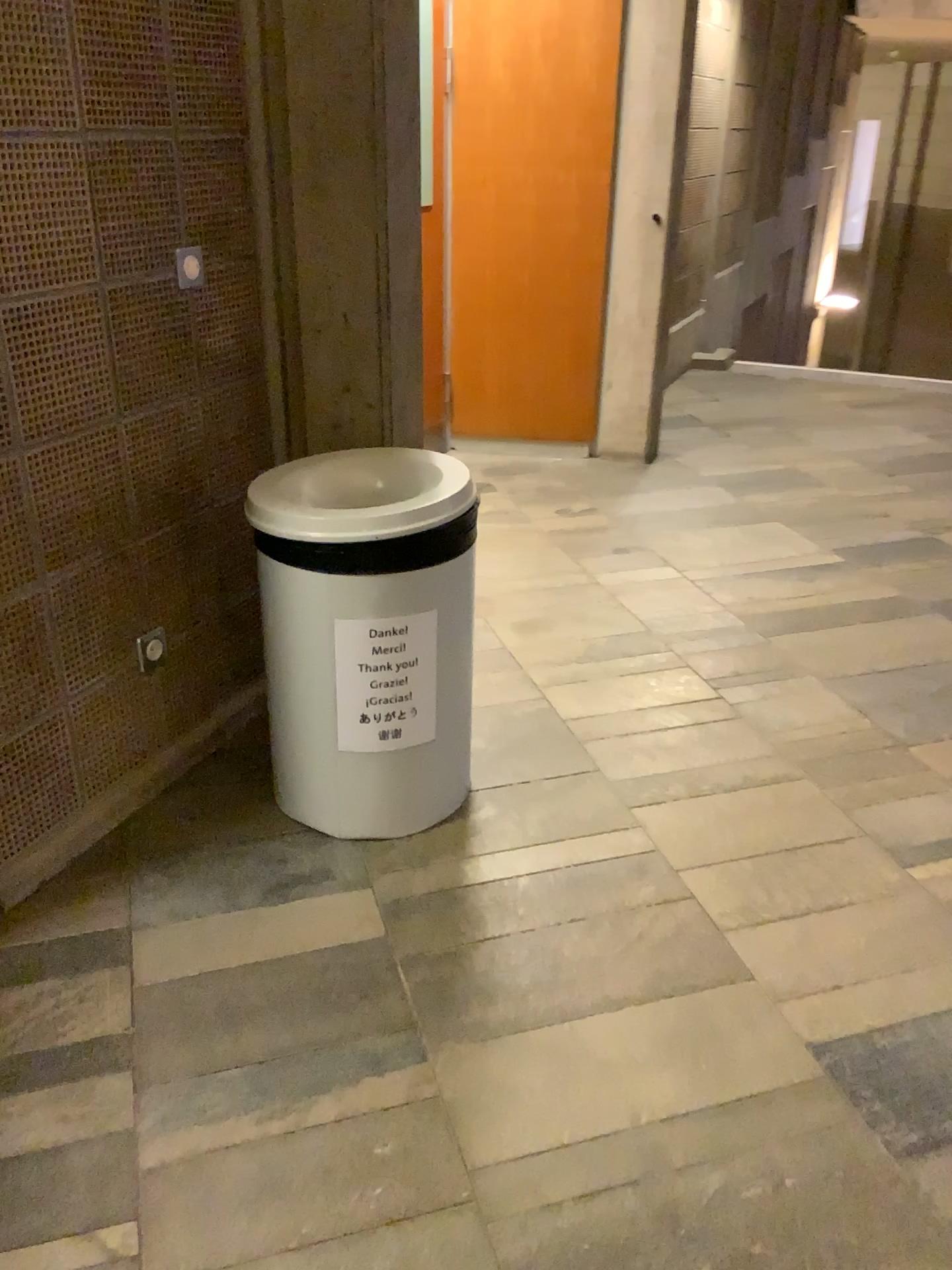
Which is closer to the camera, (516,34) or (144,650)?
(144,650)

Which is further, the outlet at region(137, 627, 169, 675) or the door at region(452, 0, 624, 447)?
the door at region(452, 0, 624, 447)

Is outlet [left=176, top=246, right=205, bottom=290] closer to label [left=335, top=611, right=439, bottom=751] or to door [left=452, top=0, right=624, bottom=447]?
label [left=335, top=611, right=439, bottom=751]

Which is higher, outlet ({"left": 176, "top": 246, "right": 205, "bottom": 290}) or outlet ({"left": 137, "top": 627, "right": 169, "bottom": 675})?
outlet ({"left": 176, "top": 246, "right": 205, "bottom": 290})

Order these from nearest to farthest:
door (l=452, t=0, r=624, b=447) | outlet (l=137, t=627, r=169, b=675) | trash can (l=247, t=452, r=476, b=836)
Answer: trash can (l=247, t=452, r=476, b=836)
outlet (l=137, t=627, r=169, b=675)
door (l=452, t=0, r=624, b=447)

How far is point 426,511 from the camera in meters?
1.9 m

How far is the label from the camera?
2.0 meters

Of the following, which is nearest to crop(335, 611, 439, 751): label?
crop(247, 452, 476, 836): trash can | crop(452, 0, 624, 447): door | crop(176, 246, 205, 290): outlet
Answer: crop(247, 452, 476, 836): trash can

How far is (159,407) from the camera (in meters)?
2.15

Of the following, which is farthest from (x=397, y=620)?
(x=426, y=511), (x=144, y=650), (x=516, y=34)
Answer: (x=516, y=34)
